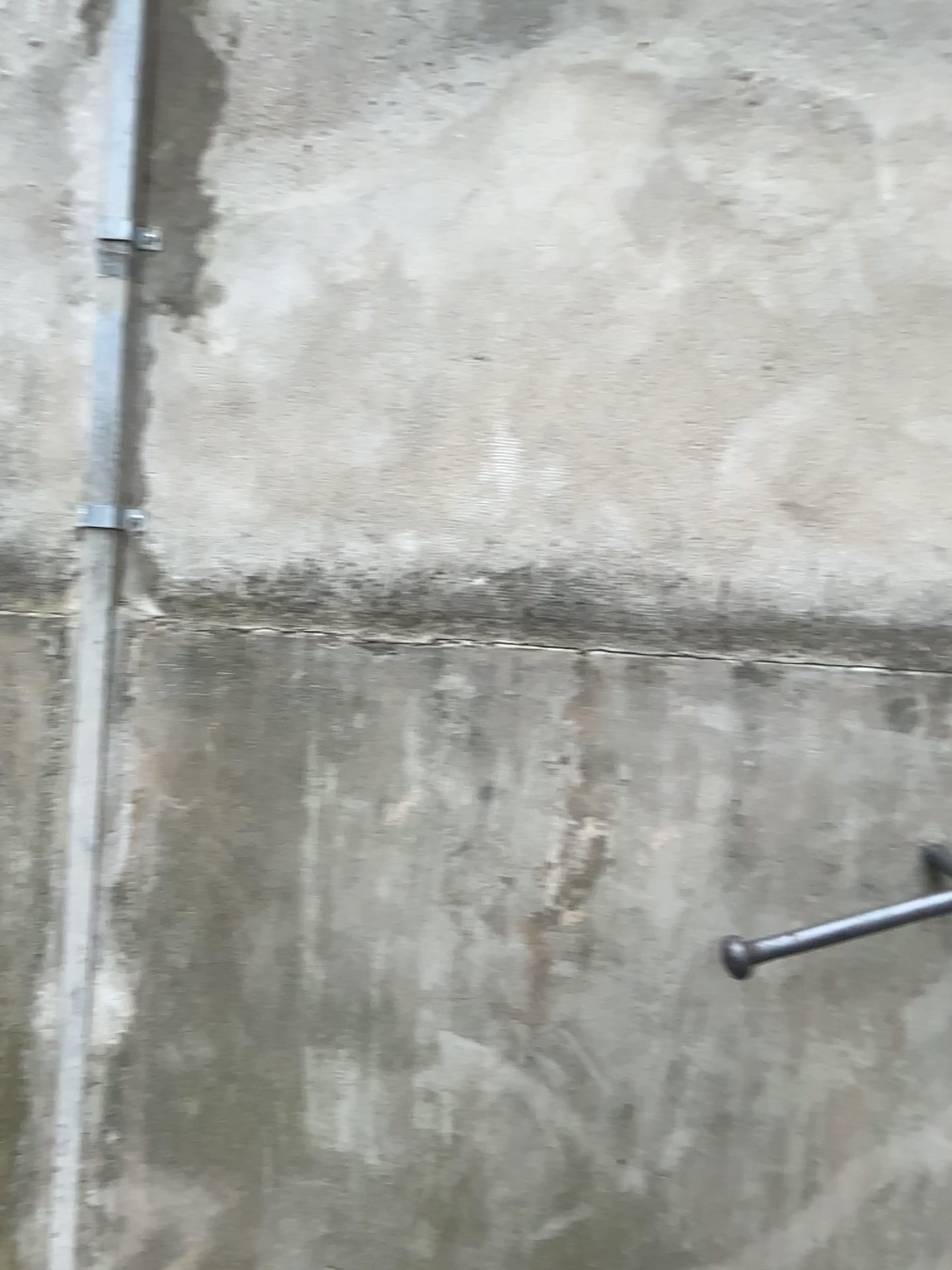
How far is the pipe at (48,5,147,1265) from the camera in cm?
146

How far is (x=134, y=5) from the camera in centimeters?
146cm

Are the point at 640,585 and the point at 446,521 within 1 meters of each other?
yes

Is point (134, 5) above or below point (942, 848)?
above
